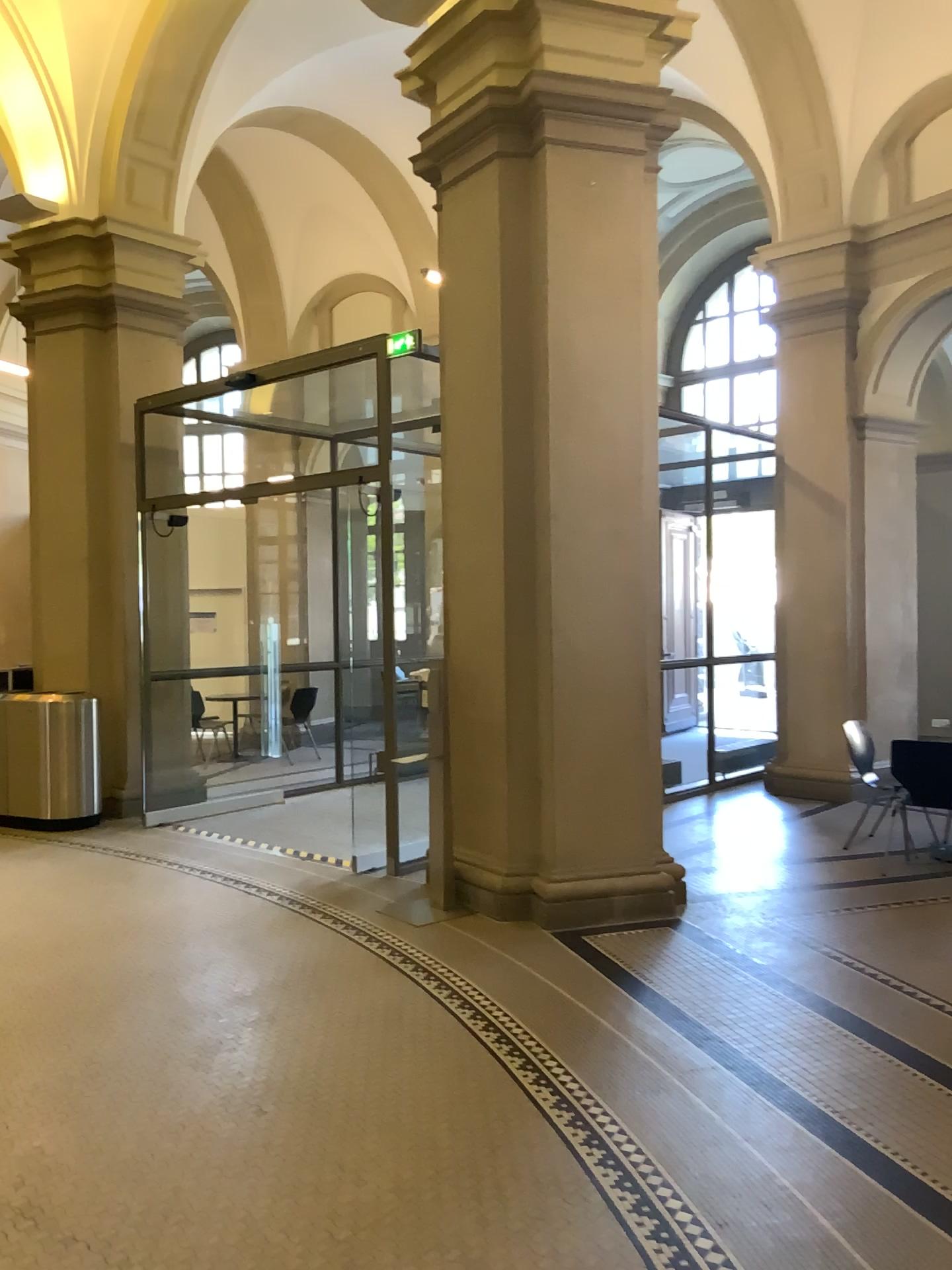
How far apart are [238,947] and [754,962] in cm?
234
